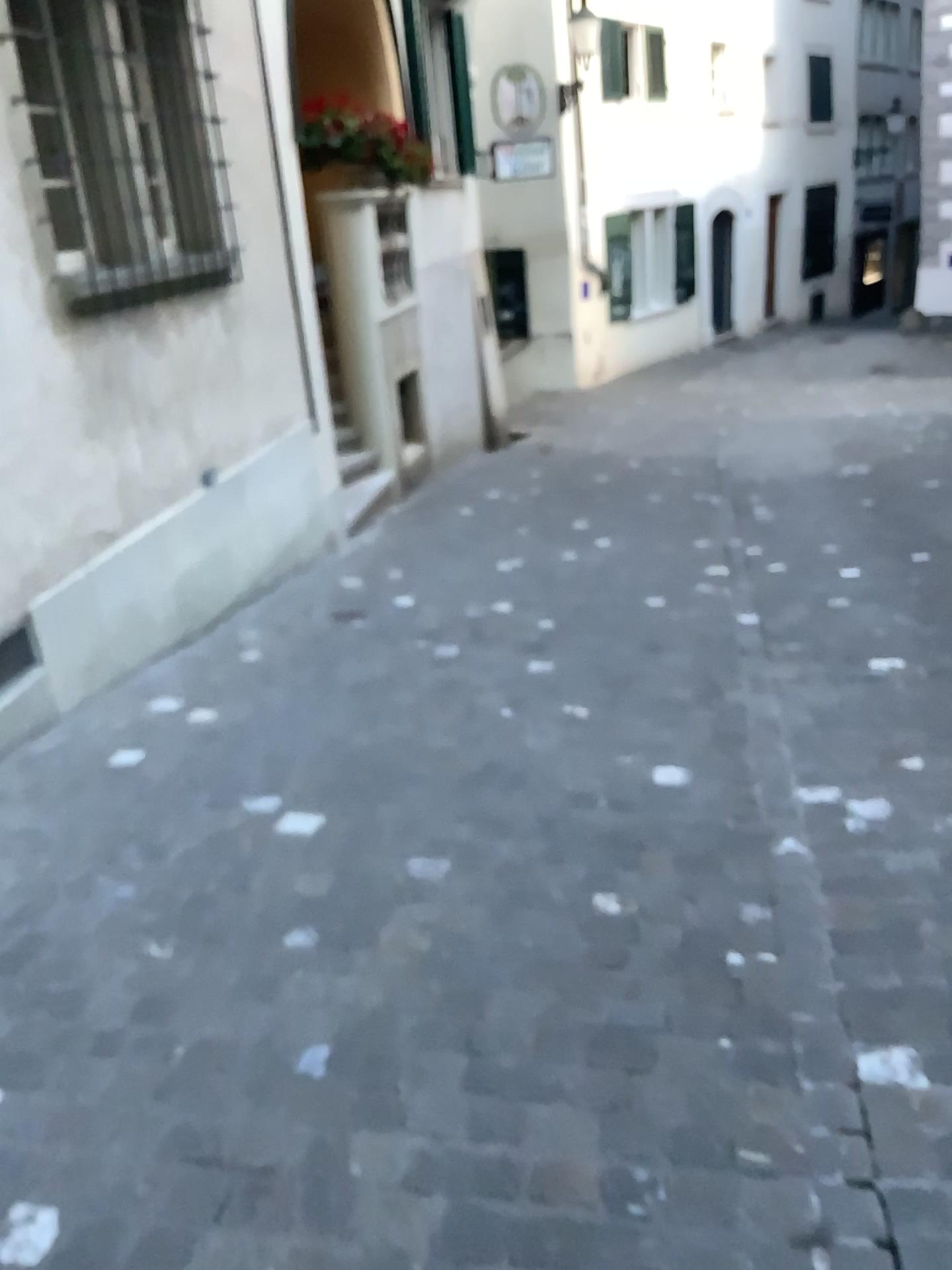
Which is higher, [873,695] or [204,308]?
[204,308]
